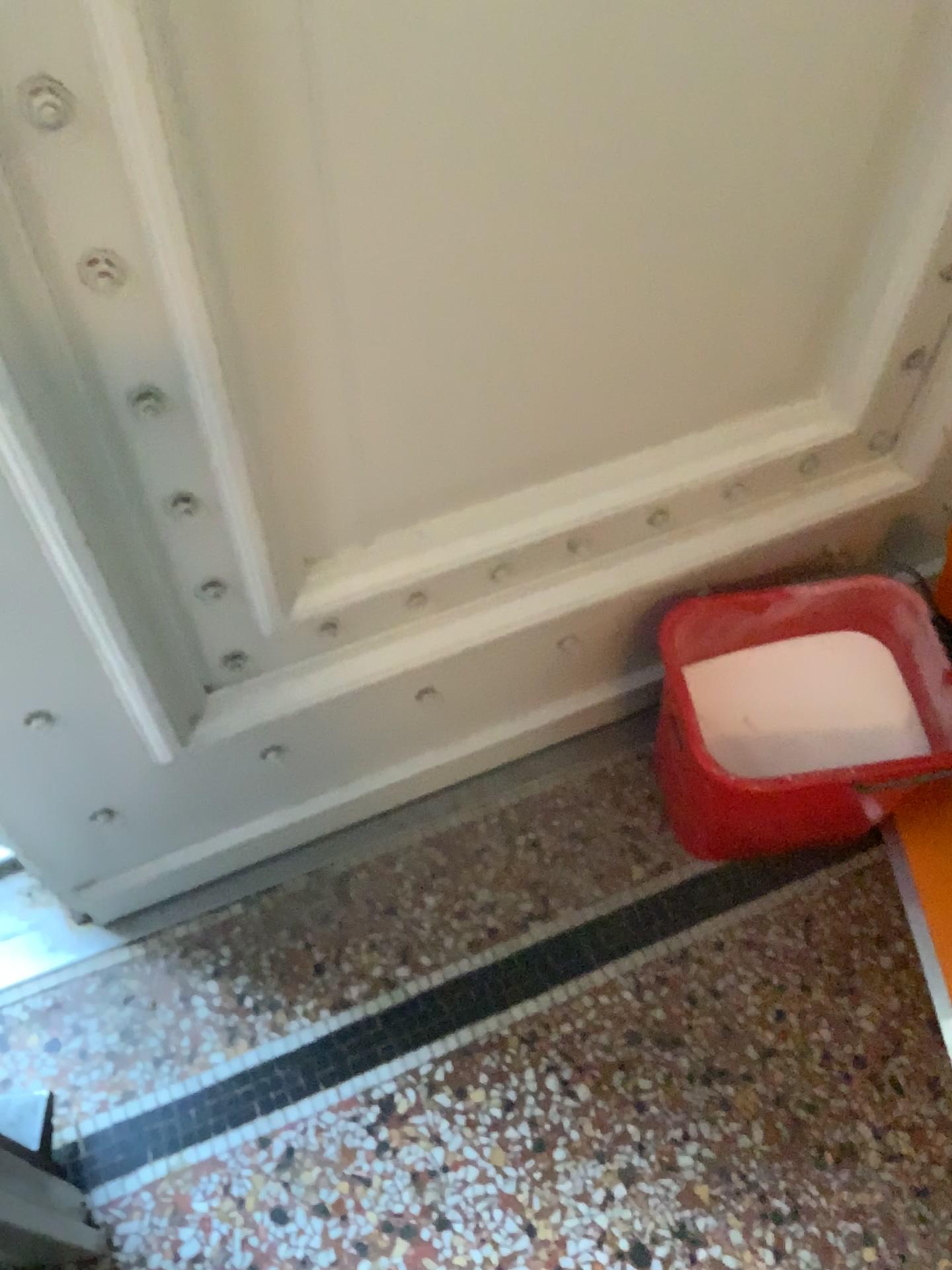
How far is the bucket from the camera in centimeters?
111cm

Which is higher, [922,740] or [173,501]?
[173,501]

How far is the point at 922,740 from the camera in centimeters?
115cm

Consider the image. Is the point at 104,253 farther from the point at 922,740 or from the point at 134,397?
the point at 922,740

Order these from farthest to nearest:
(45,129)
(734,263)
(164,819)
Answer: (164,819), (734,263), (45,129)

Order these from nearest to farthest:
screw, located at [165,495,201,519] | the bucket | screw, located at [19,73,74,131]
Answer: screw, located at [19,73,74,131] → screw, located at [165,495,201,519] → the bucket

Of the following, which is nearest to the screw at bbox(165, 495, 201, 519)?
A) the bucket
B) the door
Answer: the door

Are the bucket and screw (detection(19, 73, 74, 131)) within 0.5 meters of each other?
no

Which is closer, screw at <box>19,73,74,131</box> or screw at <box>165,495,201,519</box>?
screw at <box>19,73,74,131</box>

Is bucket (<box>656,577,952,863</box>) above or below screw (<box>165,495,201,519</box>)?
below
